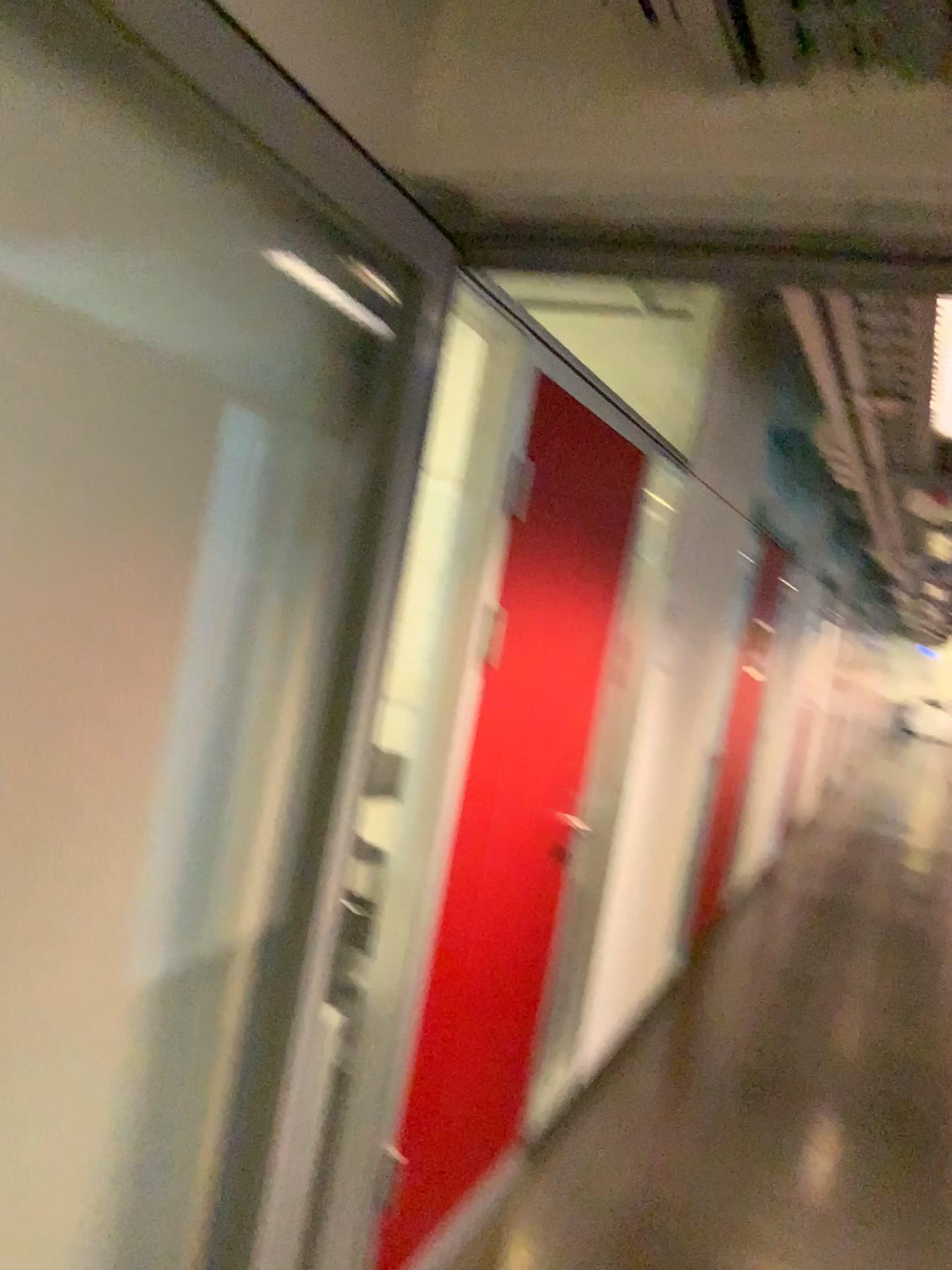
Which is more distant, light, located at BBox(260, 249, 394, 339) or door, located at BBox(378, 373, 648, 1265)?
door, located at BBox(378, 373, 648, 1265)

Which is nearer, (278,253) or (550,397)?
(278,253)

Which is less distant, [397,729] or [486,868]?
[397,729]
